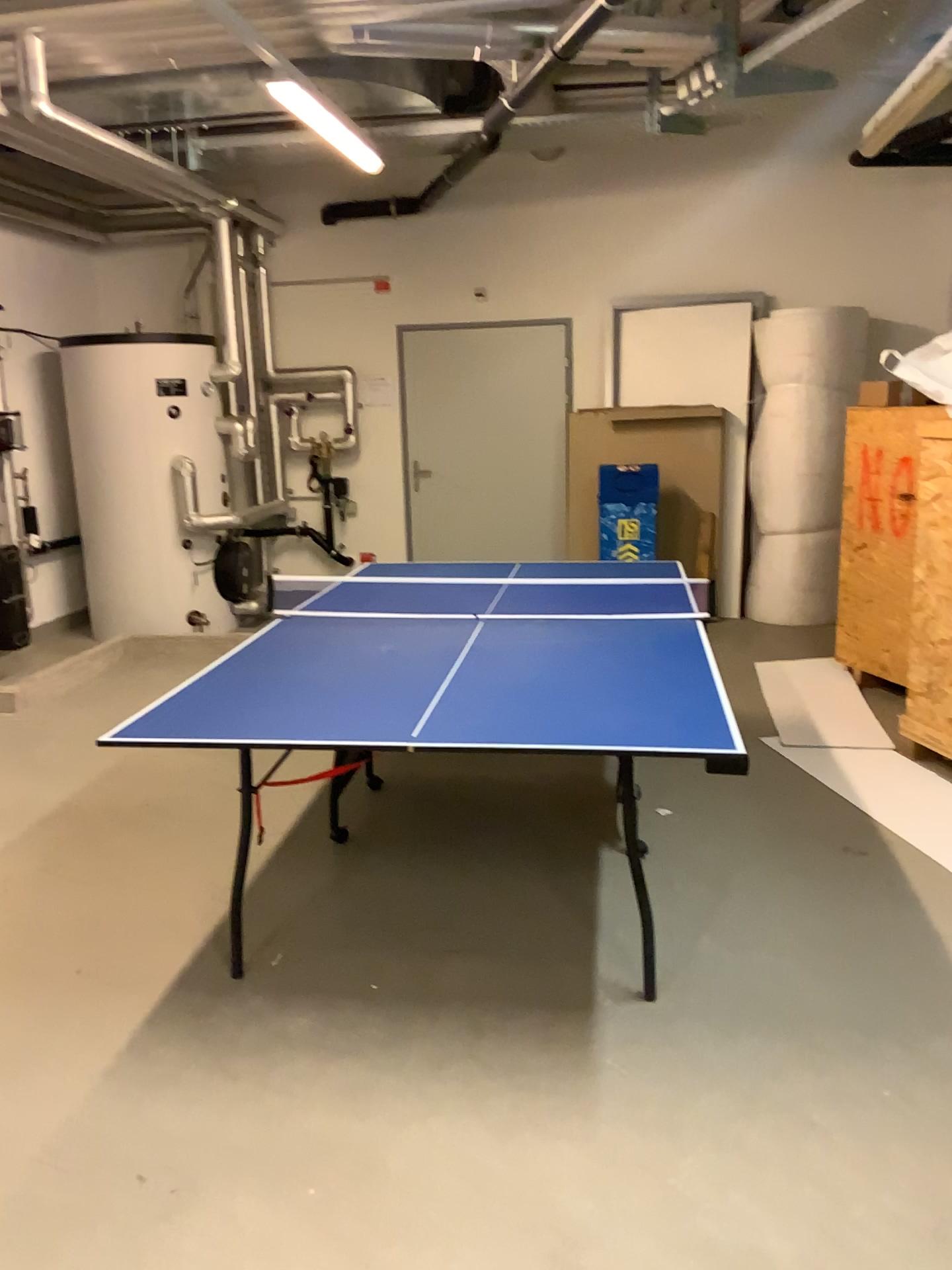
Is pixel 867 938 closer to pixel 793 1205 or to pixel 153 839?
pixel 793 1205
